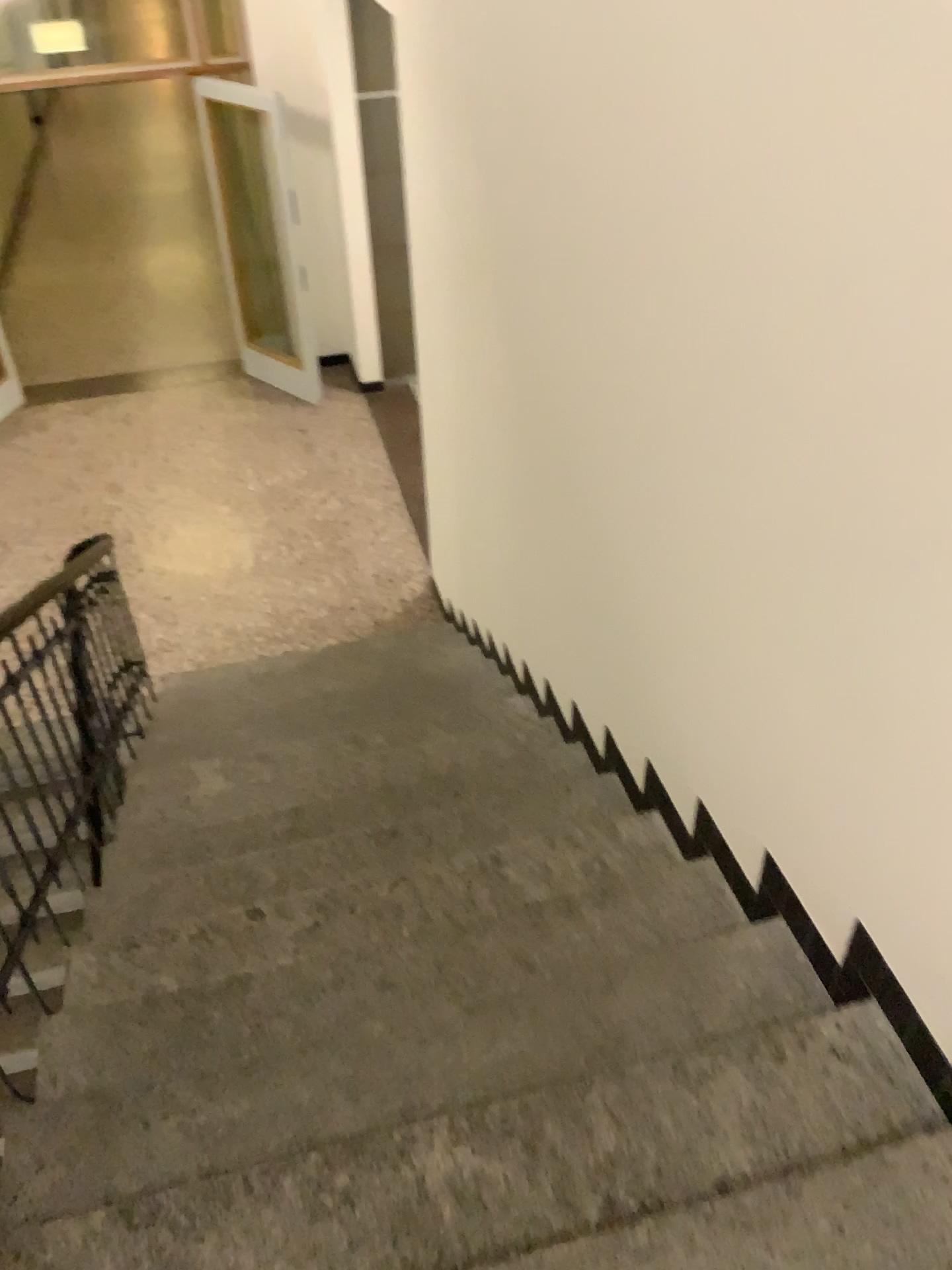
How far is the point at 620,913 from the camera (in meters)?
2.41

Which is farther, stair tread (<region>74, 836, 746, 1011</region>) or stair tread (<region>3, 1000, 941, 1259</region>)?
stair tread (<region>74, 836, 746, 1011</region>)

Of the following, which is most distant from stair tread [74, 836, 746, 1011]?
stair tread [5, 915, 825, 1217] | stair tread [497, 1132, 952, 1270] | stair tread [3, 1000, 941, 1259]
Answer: stair tread [497, 1132, 952, 1270]

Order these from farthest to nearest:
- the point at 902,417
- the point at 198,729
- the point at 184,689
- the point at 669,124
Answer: the point at 184,689, the point at 198,729, the point at 669,124, the point at 902,417

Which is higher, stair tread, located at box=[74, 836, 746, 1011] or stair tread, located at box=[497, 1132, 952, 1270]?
stair tread, located at box=[497, 1132, 952, 1270]

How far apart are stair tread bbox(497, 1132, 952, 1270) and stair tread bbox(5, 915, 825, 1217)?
0.3m

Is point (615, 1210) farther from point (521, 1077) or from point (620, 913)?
point (620, 913)

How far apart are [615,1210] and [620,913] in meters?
0.8

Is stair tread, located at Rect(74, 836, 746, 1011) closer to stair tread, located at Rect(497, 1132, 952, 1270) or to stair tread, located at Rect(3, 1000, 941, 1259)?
stair tread, located at Rect(3, 1000, 941, 1259)

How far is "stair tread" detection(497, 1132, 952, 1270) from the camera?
1.4 meters
